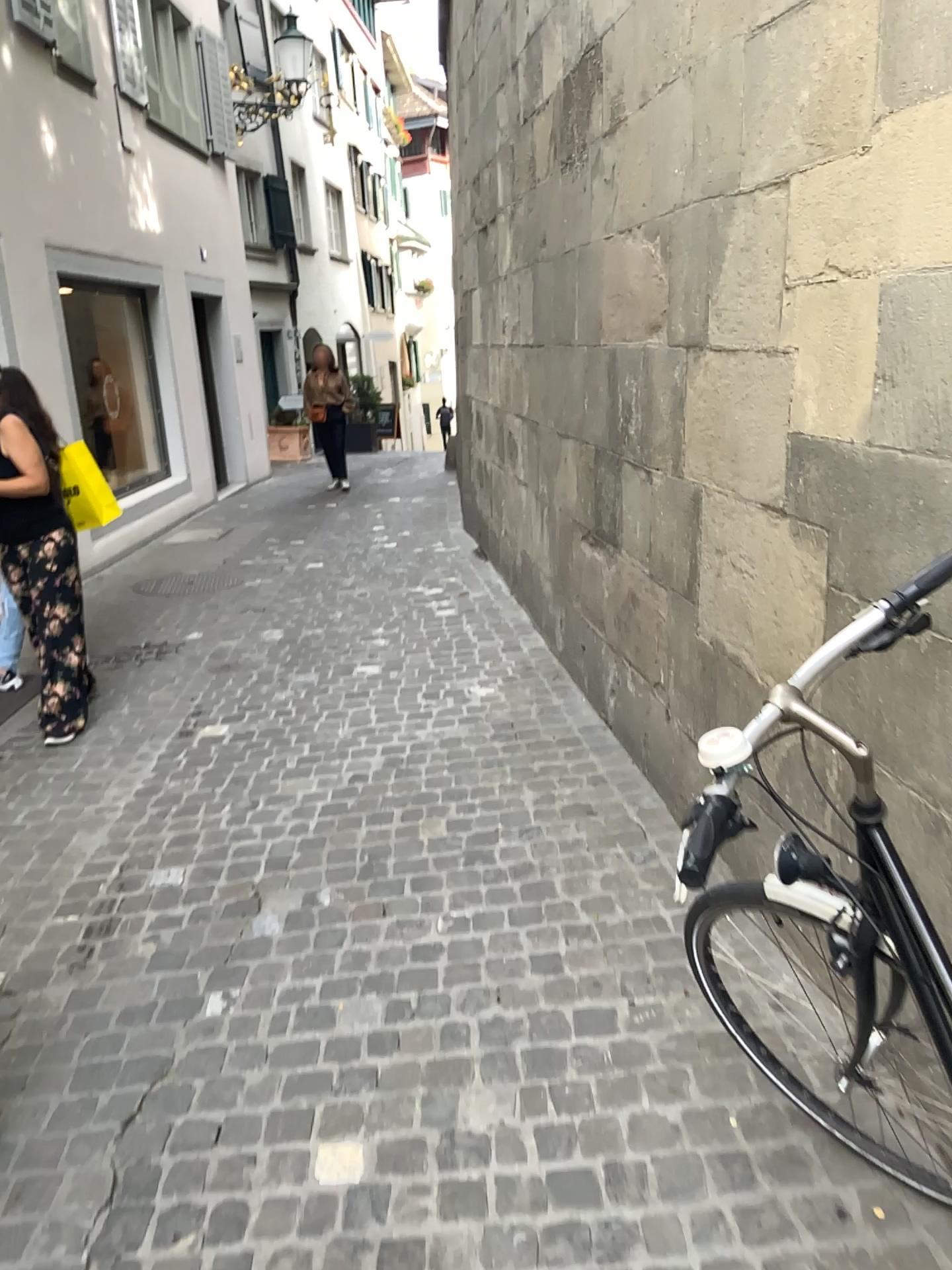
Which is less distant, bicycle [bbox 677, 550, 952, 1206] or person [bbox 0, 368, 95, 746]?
bicycle [bbox 677, 550, 952, 1206]

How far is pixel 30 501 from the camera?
4.2 meters

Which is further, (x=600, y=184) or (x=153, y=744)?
(x=153, y=744)

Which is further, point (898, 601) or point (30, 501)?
point (30, 501)

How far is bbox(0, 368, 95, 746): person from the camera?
4.19m
